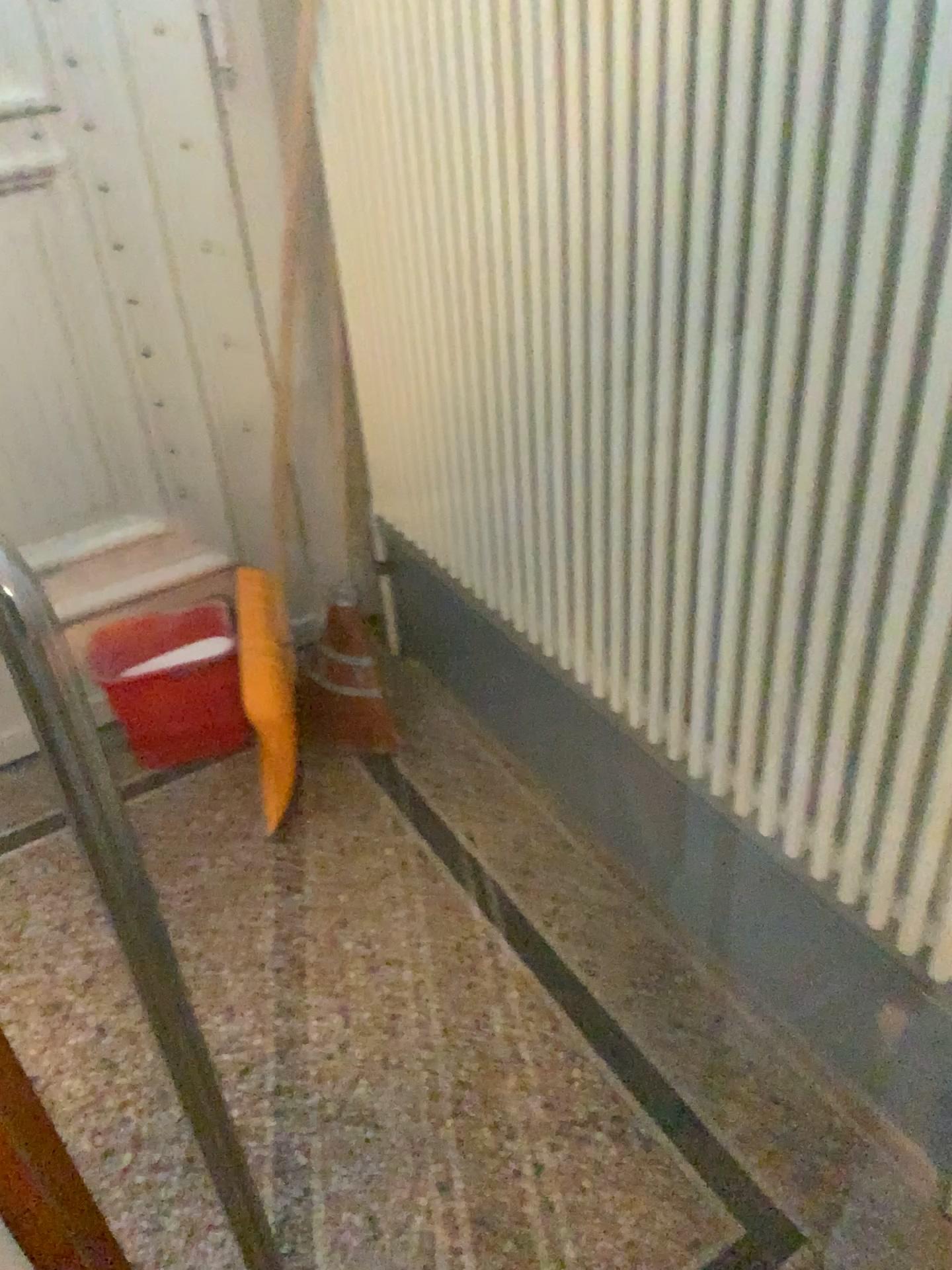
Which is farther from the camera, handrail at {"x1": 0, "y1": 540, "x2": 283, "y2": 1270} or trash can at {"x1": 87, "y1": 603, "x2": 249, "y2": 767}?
trash can at {"x1": 87, "y1": 603, "x2": 249, "y2": 767}

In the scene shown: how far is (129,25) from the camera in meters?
1.9

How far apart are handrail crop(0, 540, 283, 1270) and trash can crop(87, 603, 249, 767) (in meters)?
1.43

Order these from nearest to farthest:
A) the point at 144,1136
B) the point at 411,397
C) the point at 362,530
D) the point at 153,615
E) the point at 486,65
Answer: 1. the point at 486,65
2. the point at 144,1136
3. the point at 411,397
4. the point at 153,615
5. the point at 362,530

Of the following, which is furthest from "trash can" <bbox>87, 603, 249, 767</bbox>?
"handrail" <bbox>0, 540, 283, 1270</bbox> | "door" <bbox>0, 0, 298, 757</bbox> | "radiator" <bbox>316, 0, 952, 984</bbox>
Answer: "handrail" <bbox>0, 540, 283, 1270</bbox>

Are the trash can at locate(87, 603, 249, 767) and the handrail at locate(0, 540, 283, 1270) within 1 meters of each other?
no

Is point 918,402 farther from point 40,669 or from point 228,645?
point 228,645

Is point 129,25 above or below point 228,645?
above

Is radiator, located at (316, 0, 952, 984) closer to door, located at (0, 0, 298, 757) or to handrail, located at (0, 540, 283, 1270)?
handrail, located at (0, 540, 283, 1270)

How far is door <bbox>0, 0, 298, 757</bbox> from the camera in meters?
1.9
